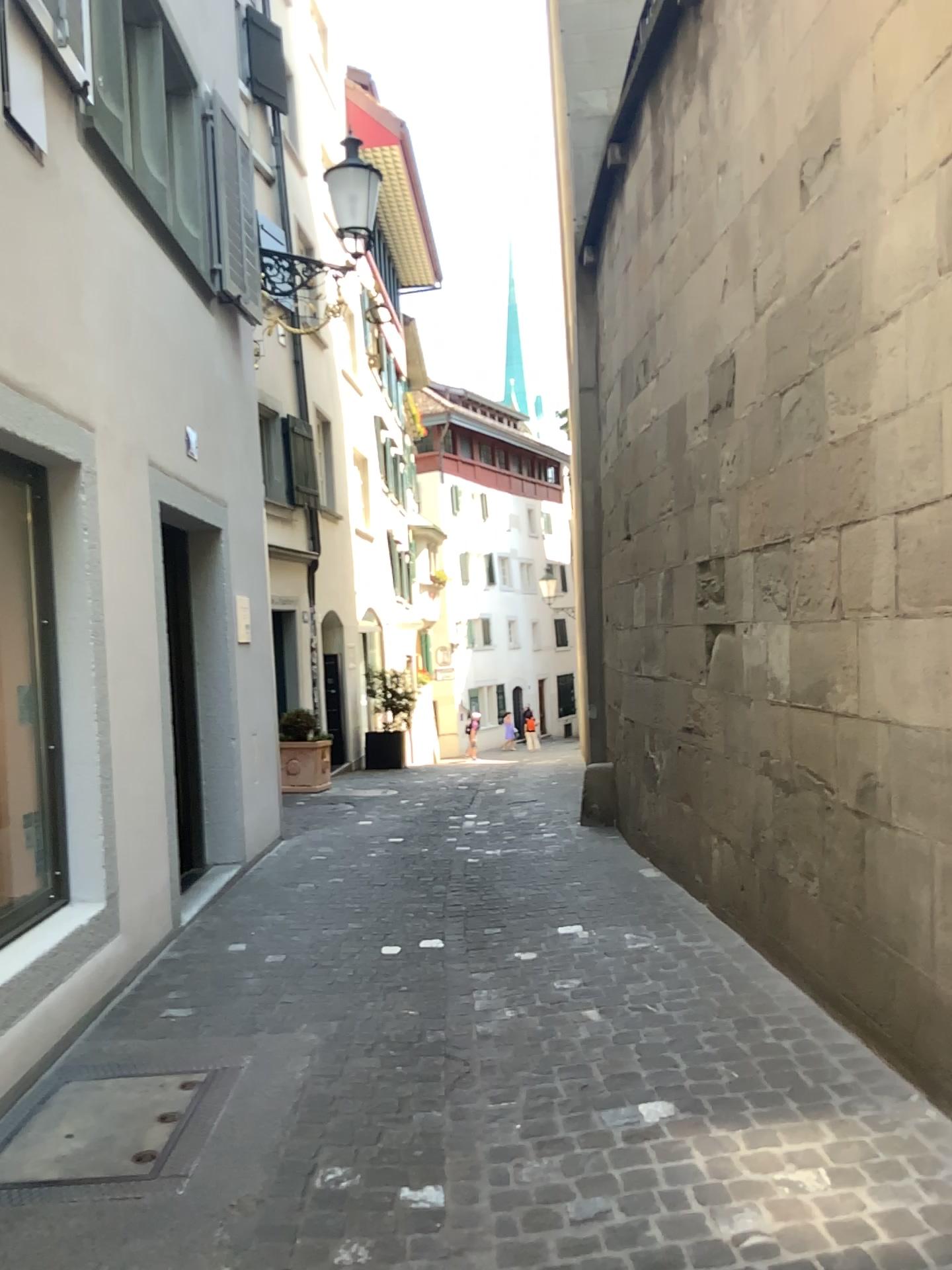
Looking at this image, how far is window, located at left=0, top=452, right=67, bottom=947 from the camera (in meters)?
4.00

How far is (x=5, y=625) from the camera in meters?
4.0

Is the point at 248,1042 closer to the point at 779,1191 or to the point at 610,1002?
the point at 610,1002
